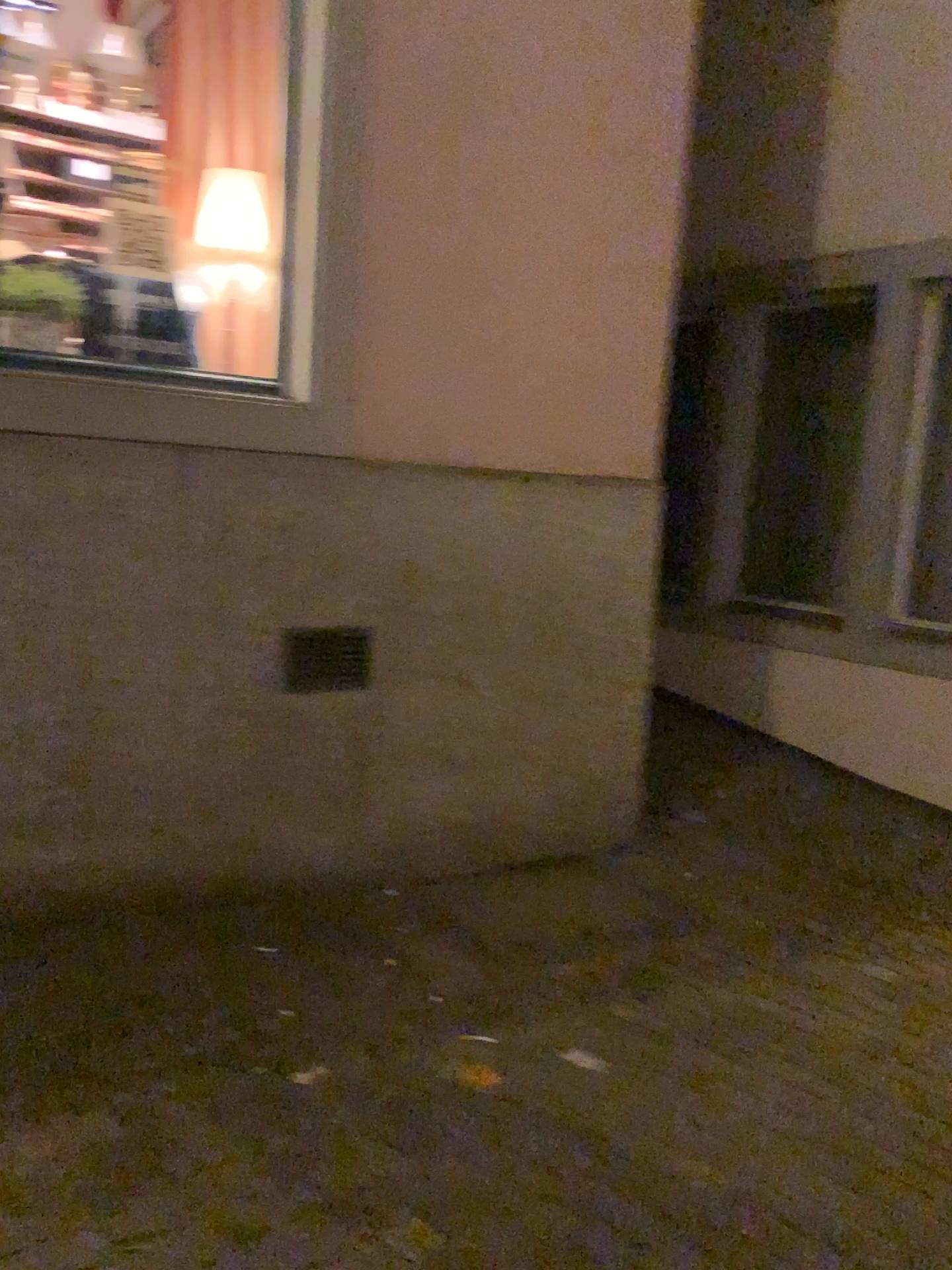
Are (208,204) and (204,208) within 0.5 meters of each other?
yes

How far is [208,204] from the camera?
3.2m

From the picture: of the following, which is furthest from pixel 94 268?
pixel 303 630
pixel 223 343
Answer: pixel 303 630

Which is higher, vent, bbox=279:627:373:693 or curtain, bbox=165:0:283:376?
curtain, bbox=165:0:283:376

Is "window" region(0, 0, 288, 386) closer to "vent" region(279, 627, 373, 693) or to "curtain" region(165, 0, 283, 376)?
"curtain" region(165, 0, 283, 376)

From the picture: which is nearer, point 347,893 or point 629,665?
point 347,893

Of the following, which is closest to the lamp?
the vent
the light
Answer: the light

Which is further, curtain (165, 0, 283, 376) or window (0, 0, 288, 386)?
curtain (165, 0, 283, 376)

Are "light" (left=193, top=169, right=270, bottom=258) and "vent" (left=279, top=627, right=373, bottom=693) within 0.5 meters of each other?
no

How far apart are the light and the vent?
1.2m
